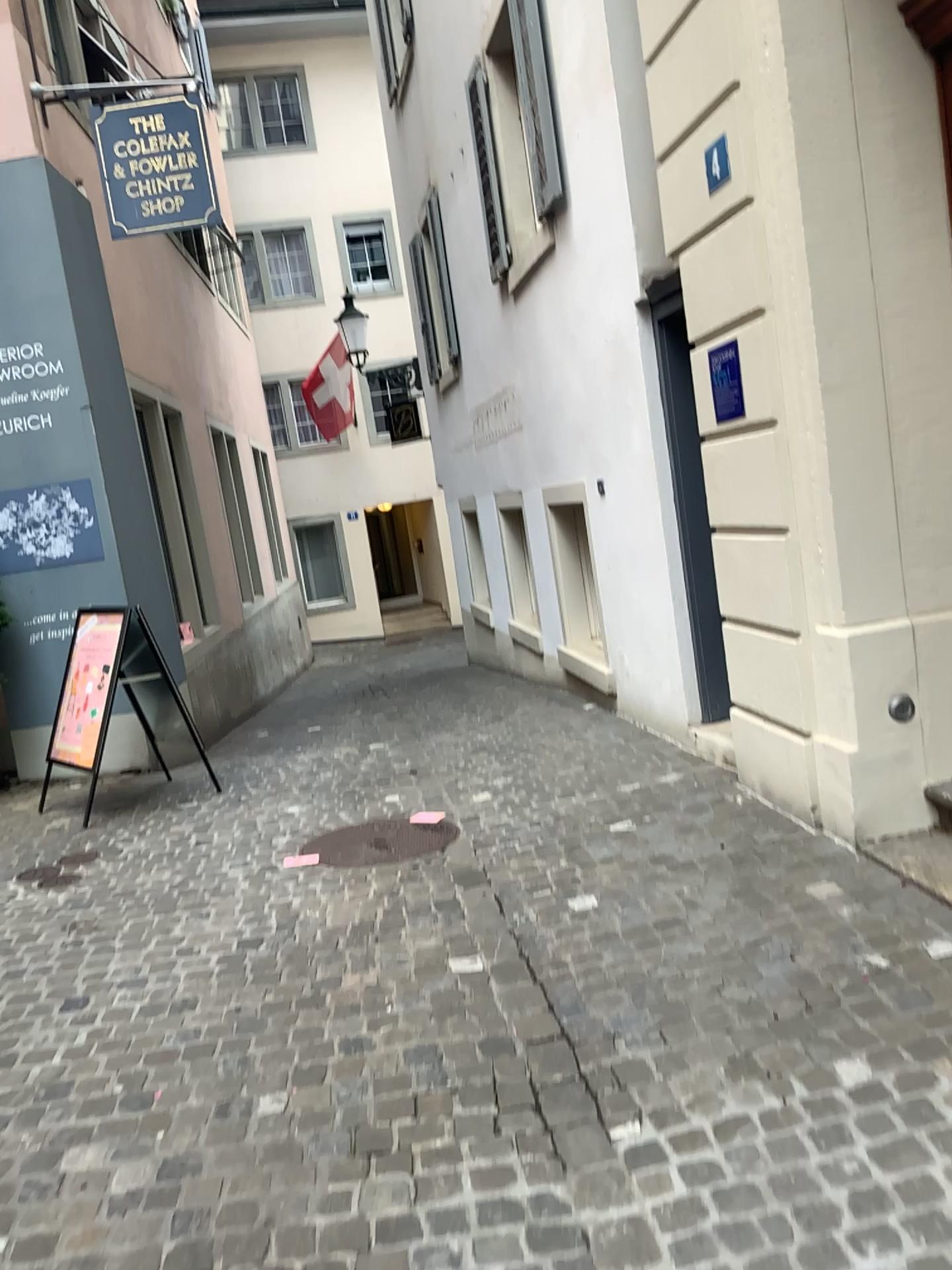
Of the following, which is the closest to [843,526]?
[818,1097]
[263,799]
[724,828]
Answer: [724,828]

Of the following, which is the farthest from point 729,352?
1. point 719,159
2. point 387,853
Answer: point 387,853

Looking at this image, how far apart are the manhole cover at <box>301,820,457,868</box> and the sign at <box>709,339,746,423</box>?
2.1m

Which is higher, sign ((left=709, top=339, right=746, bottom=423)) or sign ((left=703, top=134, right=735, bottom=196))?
sign ((left=703, top=134, right=735, bottom=196))

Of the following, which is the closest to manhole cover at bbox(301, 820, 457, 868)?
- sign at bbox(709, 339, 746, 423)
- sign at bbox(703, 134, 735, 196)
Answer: sign at bbox(709, 339, 746, 423)

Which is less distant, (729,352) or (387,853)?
(729,352)

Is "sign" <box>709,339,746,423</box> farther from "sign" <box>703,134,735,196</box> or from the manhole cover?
the manhole cover

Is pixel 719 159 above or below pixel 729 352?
above

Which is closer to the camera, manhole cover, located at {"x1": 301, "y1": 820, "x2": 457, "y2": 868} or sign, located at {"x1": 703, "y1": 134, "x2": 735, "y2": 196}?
sign, located at {"x1": 703, "y1": 134, "x2": 735, "y2": 196}

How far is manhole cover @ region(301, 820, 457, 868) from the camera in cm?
442
